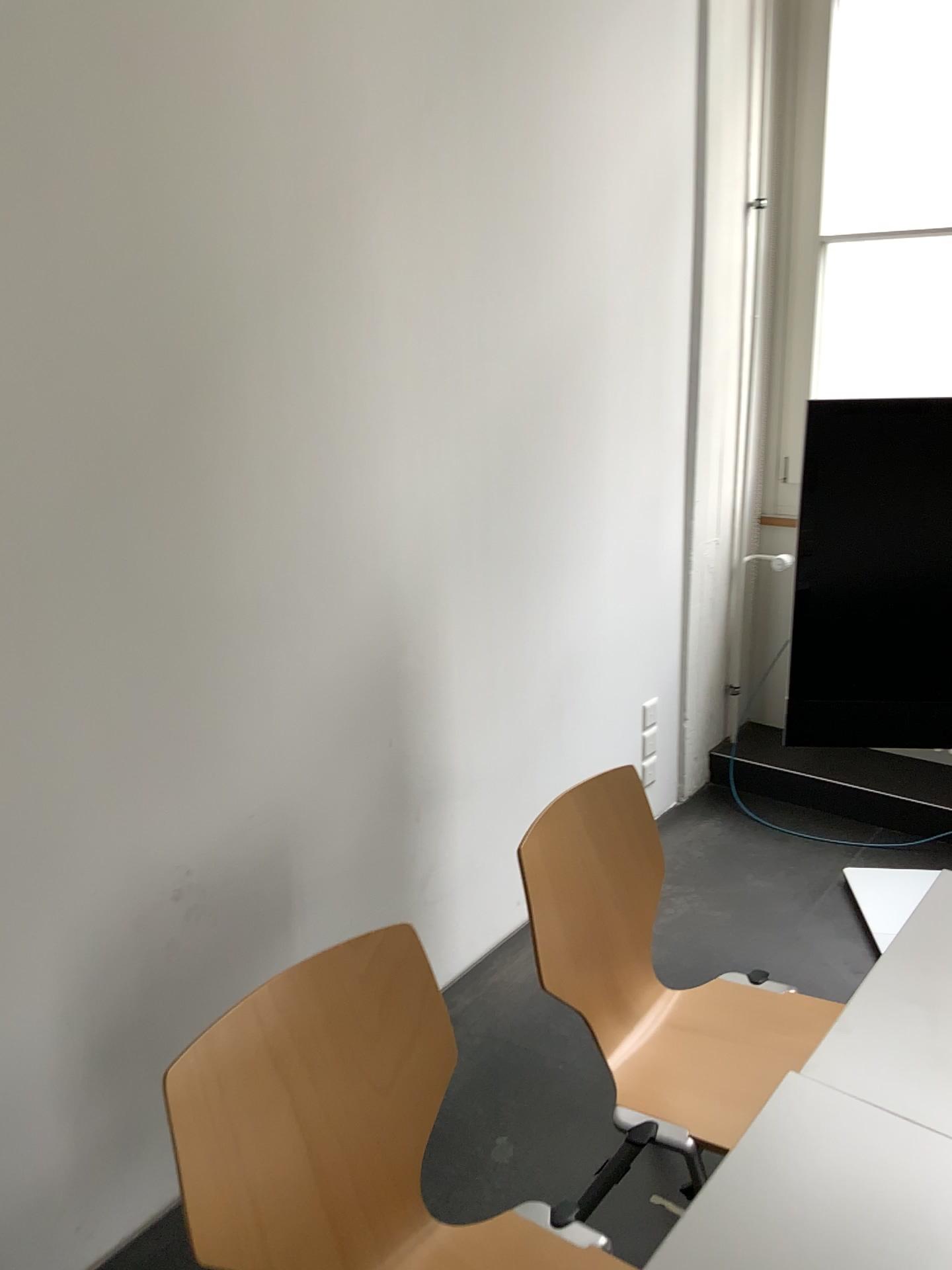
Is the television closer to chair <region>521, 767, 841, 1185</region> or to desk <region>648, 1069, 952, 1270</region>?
chair <region>521, 767, 841, 1185</region>

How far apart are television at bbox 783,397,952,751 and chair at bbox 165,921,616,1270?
1.4 meters

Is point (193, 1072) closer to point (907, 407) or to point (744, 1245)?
point (744, 1245)

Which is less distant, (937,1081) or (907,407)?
(937,1081)

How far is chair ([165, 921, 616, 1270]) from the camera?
1.2m

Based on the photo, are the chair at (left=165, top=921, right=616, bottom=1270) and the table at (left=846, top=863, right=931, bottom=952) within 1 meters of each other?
no

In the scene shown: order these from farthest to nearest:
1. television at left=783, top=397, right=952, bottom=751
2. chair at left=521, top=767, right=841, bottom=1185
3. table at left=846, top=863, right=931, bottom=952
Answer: table at left=846, top=863, right=931, bottom=952, television at left=783, top=397, right=952, bottom=751, chair at left=521, top=767, right=841, bottom=1185

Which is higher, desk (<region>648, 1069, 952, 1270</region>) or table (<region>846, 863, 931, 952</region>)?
desk (<region>648, 1069, 952, 1270</region>)

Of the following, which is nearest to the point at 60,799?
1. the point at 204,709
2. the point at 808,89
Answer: the point at 204,709

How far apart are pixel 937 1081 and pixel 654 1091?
0.5m
